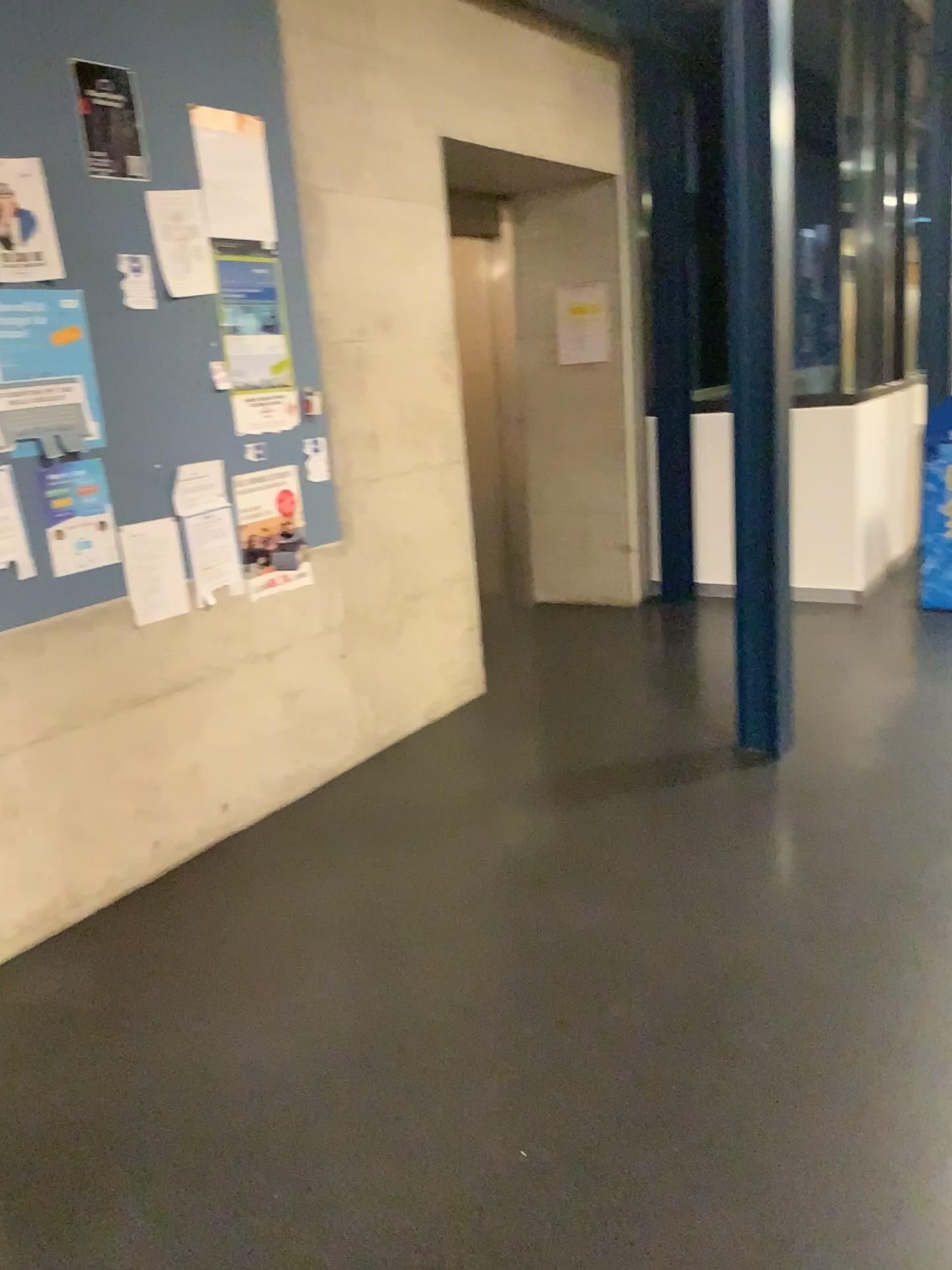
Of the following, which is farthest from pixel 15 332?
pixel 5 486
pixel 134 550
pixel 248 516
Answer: pixel 248 516

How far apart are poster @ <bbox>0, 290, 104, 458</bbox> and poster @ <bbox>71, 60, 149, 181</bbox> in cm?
35

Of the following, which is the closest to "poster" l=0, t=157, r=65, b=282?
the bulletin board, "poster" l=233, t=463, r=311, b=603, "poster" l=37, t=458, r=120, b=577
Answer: the bulletin board

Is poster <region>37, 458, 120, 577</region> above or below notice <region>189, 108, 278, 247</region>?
below

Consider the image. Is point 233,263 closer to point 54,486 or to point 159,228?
point 159,228

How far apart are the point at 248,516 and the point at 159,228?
0.9m

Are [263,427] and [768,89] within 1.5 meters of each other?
no

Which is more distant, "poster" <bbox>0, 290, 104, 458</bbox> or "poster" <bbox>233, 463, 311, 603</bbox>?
"poster" <bbox>233, 463, 311, 603</bbox>

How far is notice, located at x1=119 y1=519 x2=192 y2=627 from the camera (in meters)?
3.03

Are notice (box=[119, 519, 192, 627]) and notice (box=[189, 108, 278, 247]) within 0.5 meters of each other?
no
